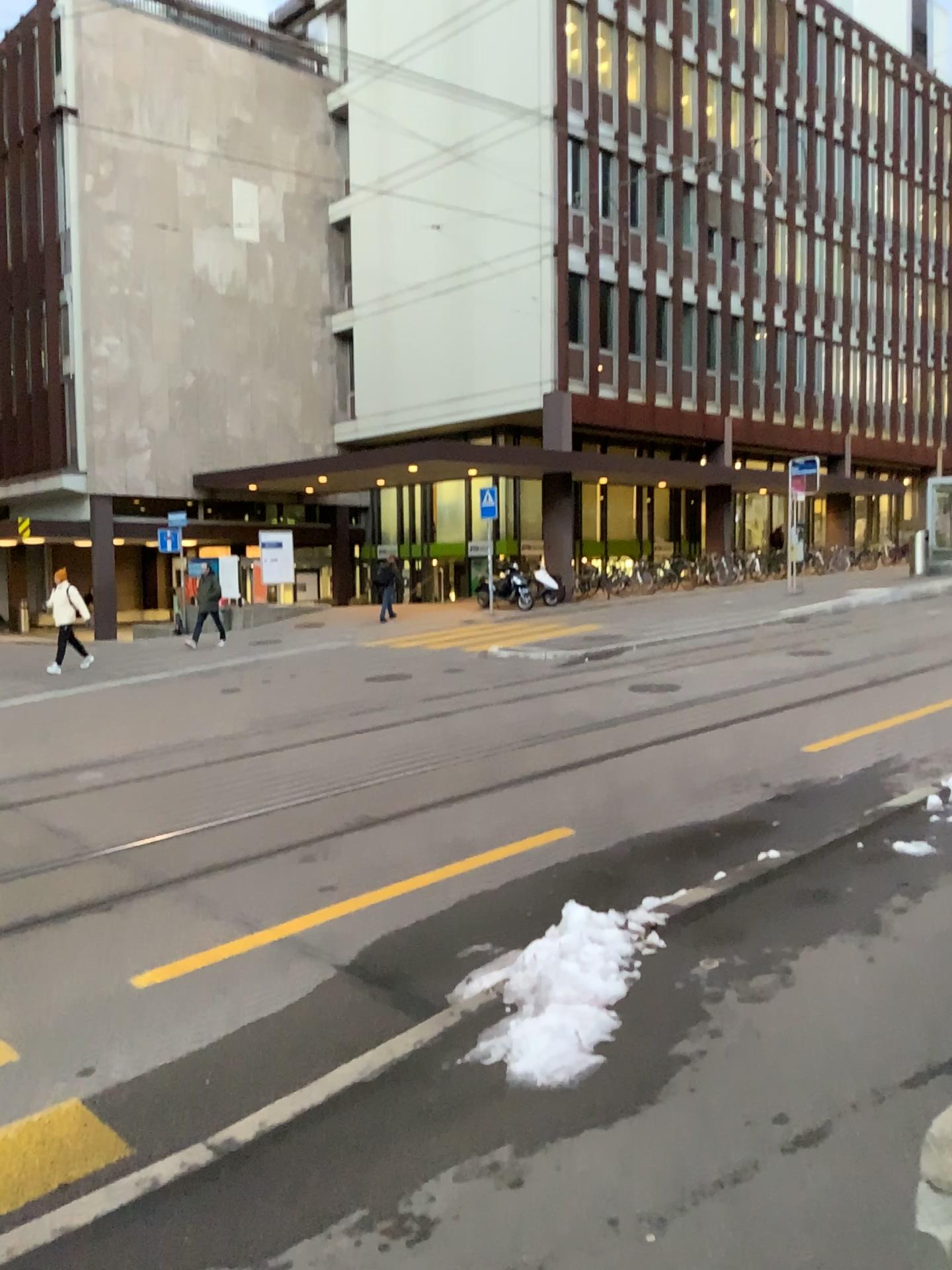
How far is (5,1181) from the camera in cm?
329

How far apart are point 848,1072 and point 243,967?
2.8m

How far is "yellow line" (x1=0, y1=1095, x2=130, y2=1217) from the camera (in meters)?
3.29
